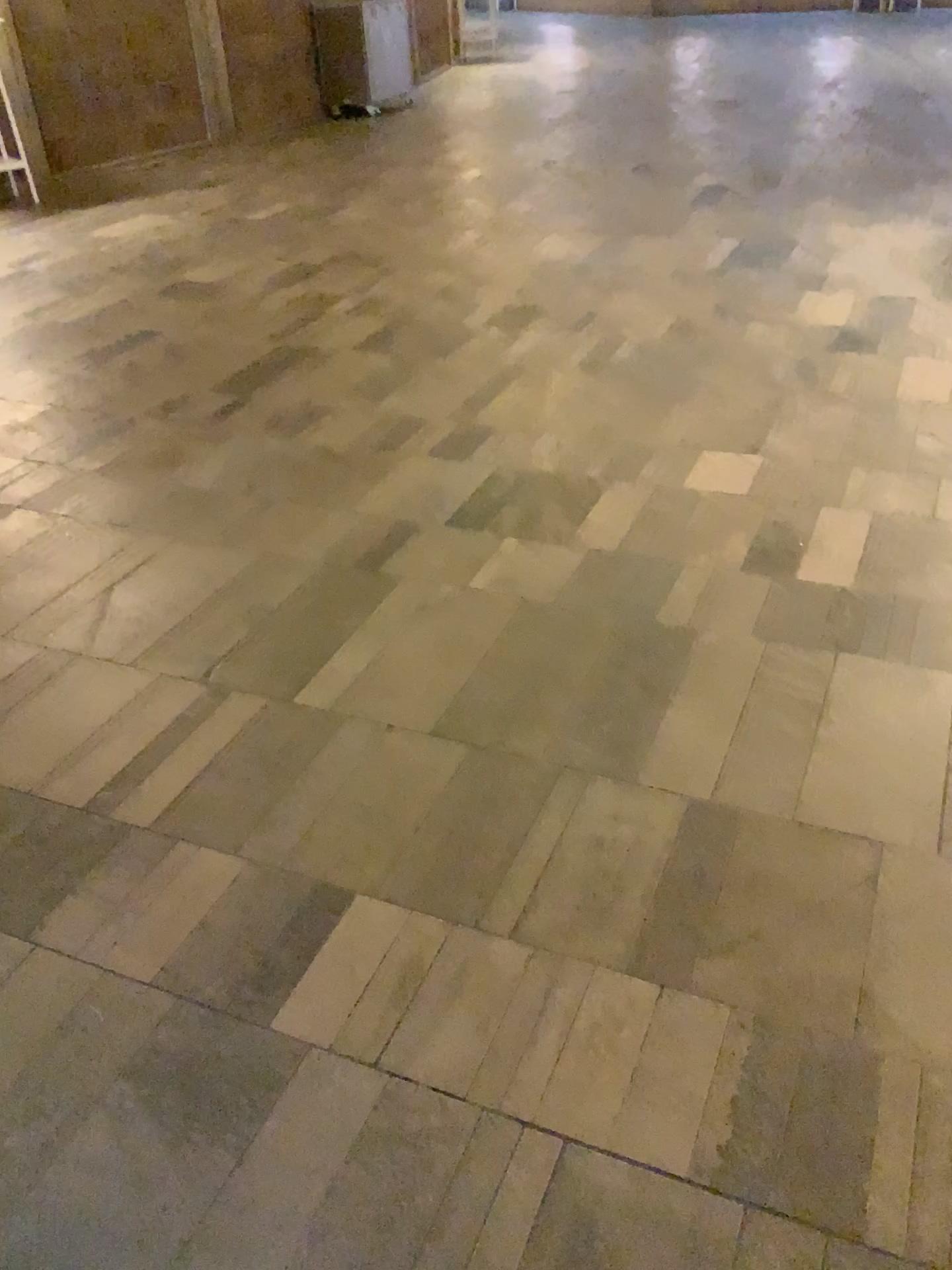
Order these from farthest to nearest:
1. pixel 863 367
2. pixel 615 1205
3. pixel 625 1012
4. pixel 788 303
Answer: pixel 788 303 < pixel 863 367 < pixel 625 1012 < pixel 615 1205
